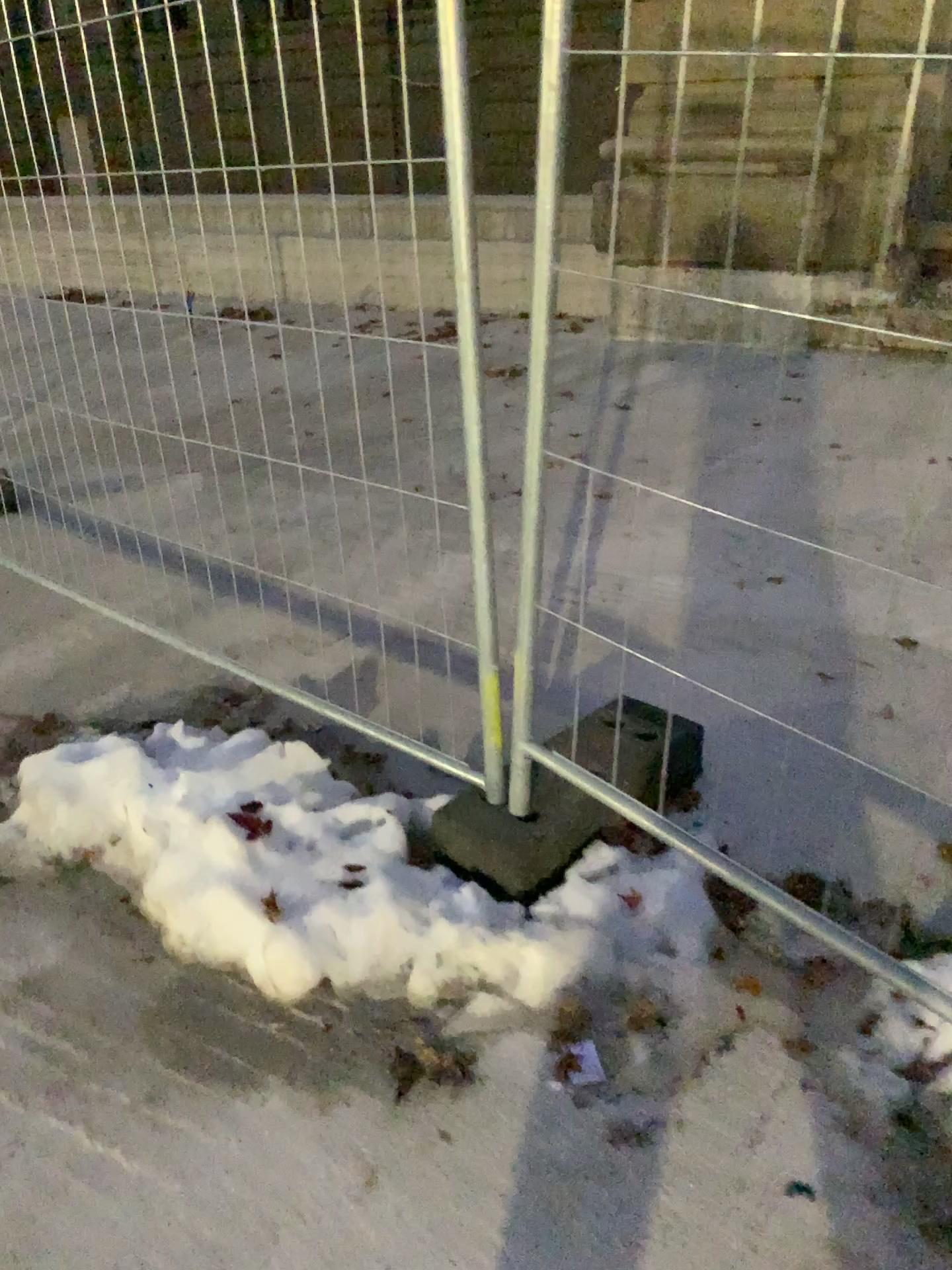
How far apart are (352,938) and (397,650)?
1.3 meters
